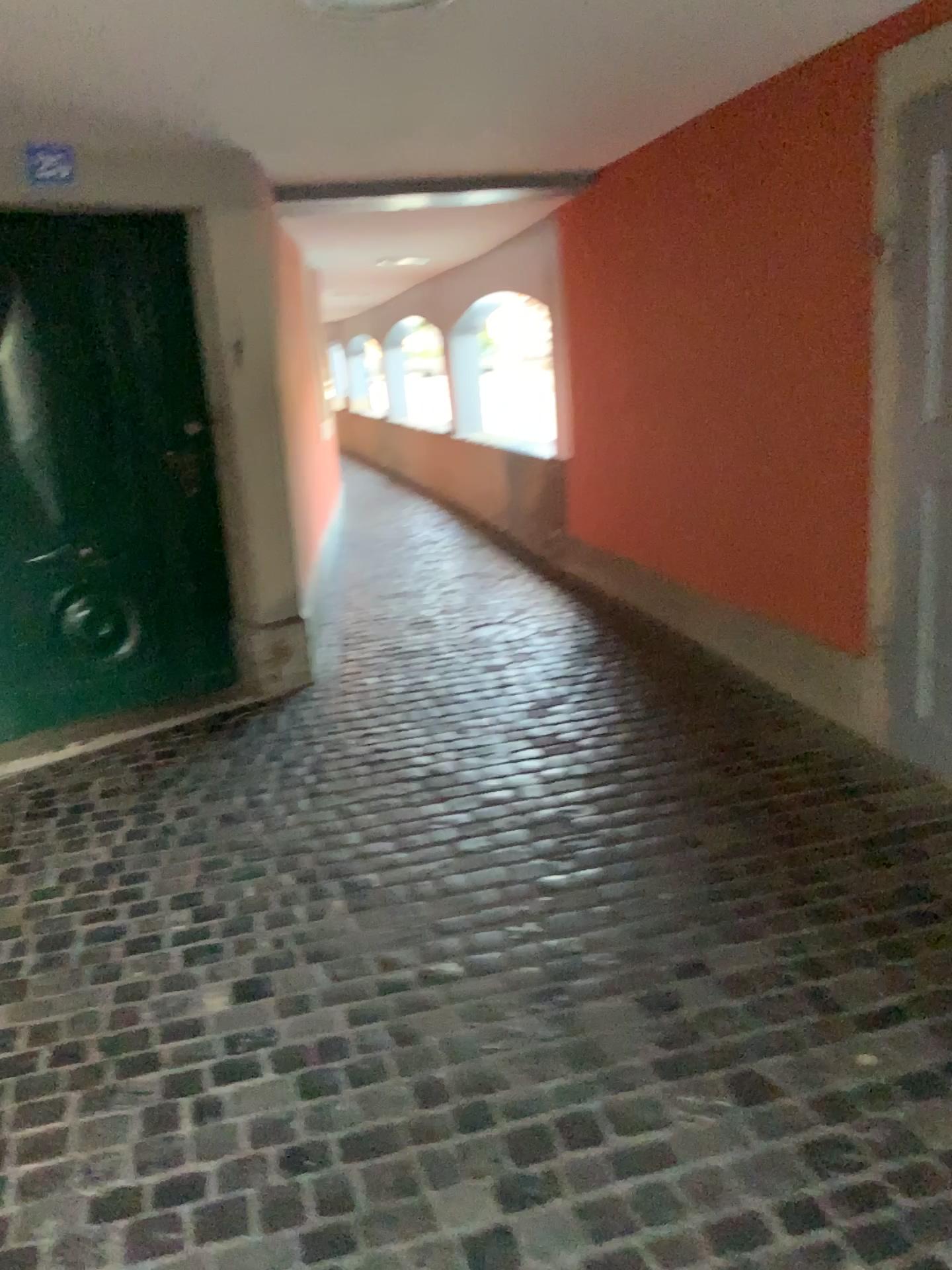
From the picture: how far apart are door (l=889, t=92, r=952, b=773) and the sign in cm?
263

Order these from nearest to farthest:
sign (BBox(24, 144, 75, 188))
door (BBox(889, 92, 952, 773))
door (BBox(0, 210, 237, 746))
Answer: door (BBox(889, 92, 952, 773)) < sign (BBox(24, 144, 75, 188)) < door (BBox(0, 210, 237, 746))

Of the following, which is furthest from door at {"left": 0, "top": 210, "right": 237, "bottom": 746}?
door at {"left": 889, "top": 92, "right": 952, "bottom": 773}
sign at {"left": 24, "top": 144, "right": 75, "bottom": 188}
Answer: door at {"left": 889, "top": 92, "right": 952, "bottom": 773}

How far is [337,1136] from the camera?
1.9 meters

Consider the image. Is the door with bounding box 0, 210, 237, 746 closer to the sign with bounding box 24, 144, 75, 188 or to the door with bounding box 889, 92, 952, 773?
the sign with bounding box 24, 144, 75, 188

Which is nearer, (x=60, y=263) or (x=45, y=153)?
(x=45, y=153)

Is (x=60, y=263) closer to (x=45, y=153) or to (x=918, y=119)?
(x=45, y=153)

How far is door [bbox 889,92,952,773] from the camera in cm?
284

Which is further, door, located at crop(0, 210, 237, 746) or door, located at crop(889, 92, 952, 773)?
door, located at crop(0, 210, 237, 746)

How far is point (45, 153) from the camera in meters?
3.4
